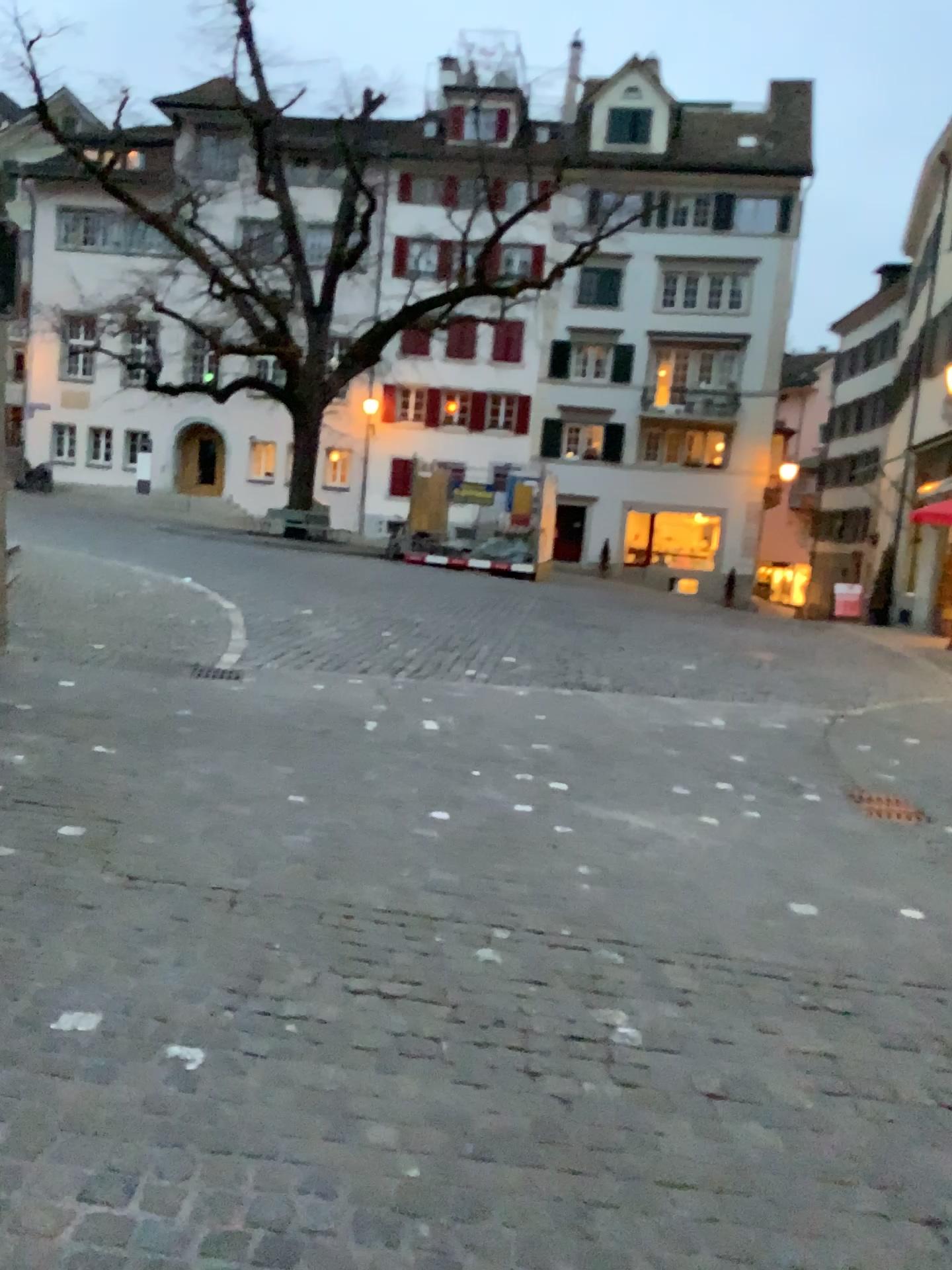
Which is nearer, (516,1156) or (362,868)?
(516,1156)
